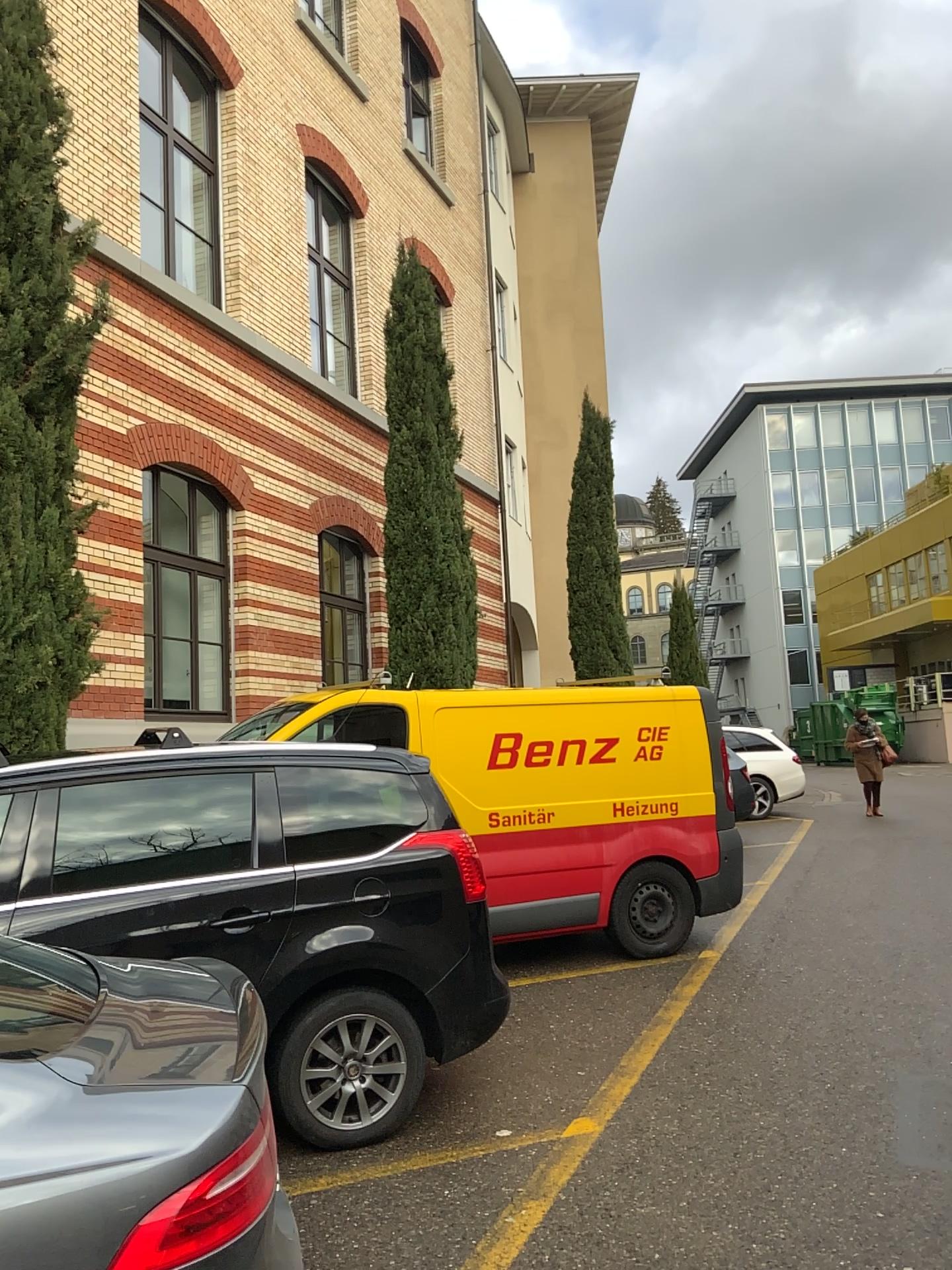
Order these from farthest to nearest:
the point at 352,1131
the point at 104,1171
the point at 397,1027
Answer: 1. the point at 397,1027
2. the point at 352,1131
3. the point at 104,1171
